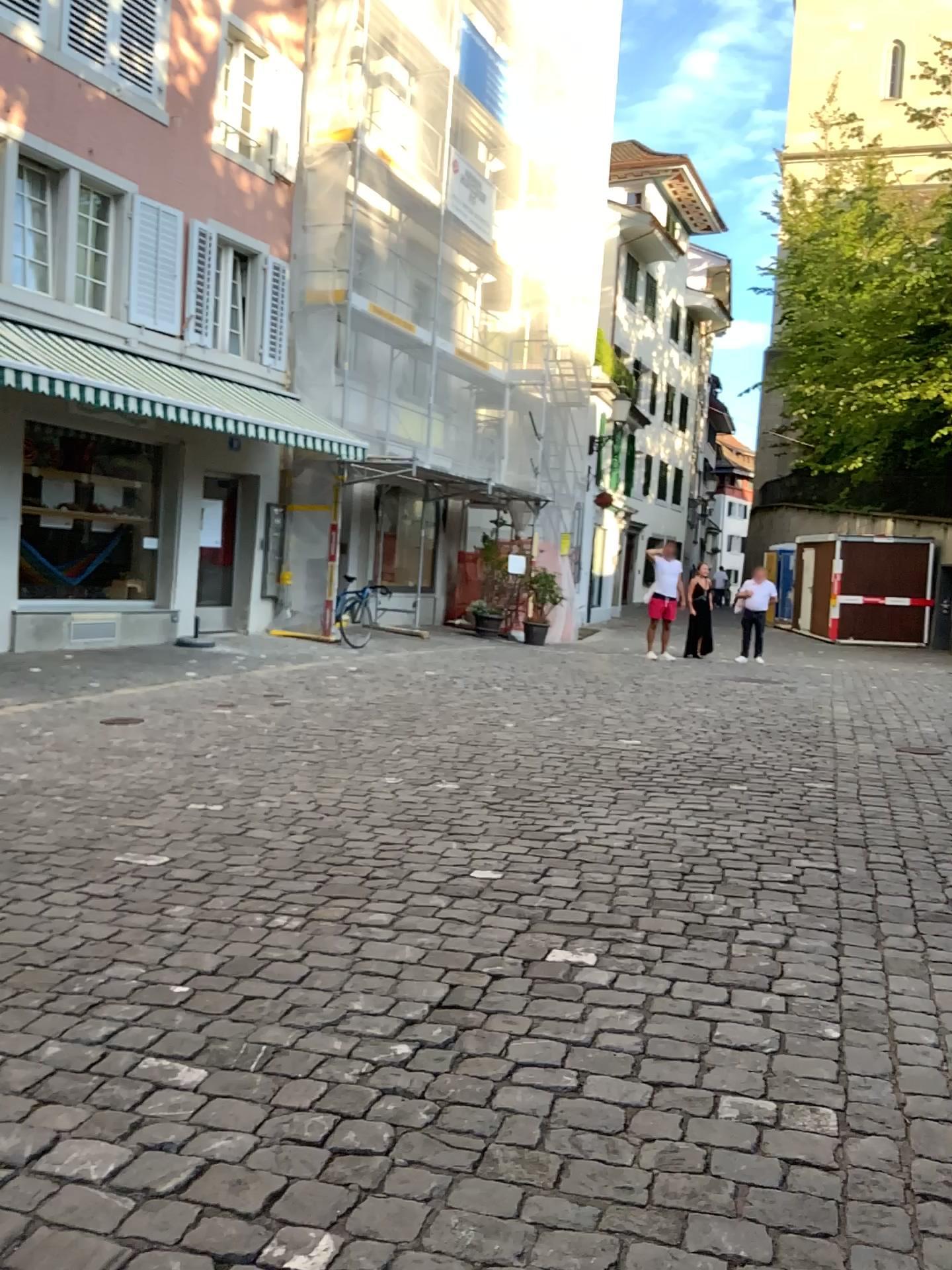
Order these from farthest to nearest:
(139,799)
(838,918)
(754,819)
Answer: (139,799) → (754,819) → (838,918)
